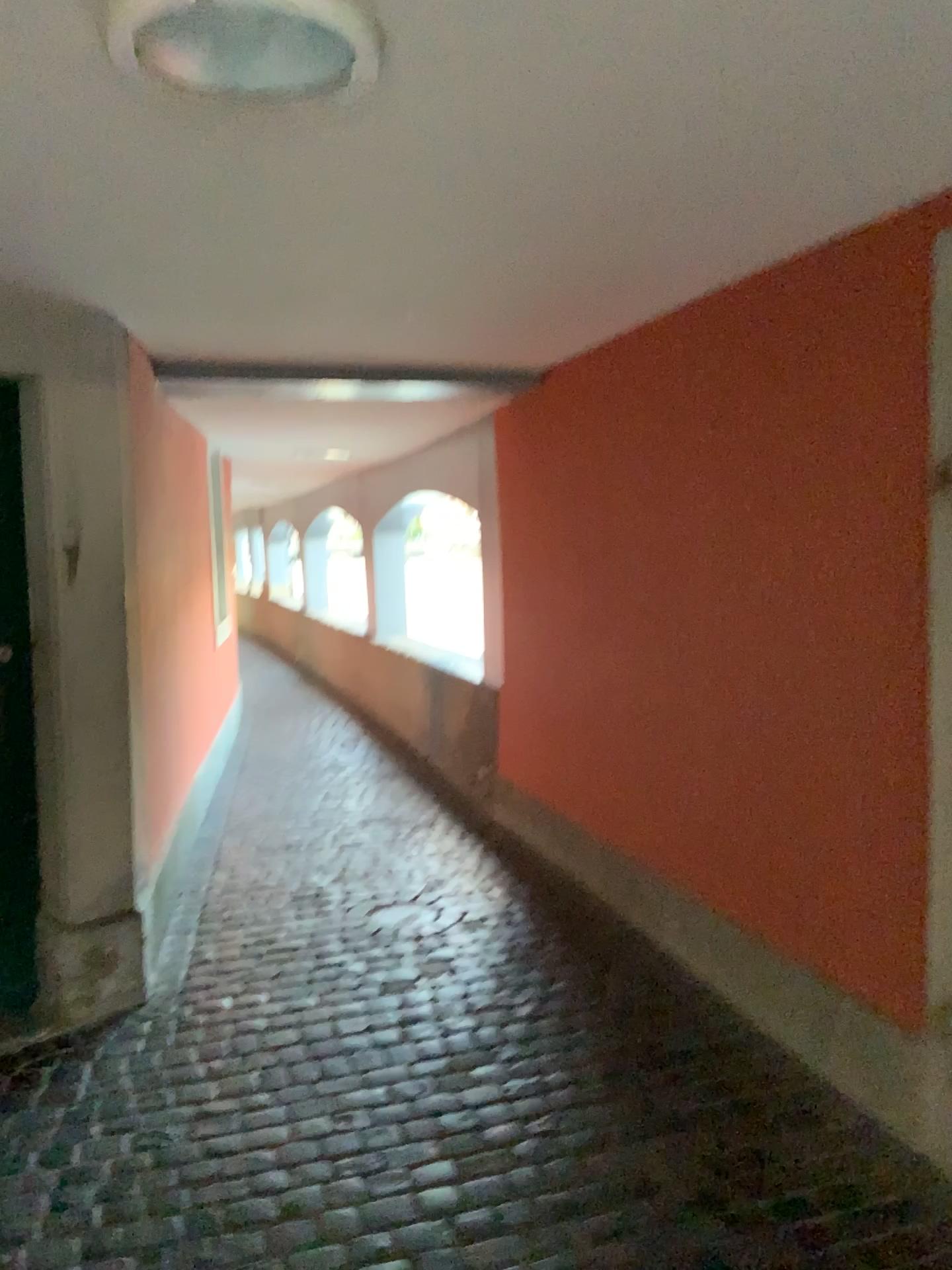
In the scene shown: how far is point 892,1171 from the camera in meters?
2.4

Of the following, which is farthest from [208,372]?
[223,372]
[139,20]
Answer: [139,20]

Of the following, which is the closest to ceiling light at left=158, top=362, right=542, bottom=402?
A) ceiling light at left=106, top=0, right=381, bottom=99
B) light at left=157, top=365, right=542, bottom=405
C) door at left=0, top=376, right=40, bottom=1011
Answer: light at left=157, top=365, right=542, bottom=405

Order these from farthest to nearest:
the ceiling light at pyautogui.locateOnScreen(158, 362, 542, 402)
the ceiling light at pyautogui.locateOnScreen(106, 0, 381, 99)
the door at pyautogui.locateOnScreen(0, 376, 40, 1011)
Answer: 1. the ceiling light at pyautogui.locateOnScreen(158, 362, 542, 402)
2. the door at pyautogui.locateOnScreen(0, 376, 40, 1011)
3. the ceiling light at pyautogui.locateOnScreen(106, 0, 381, 99)

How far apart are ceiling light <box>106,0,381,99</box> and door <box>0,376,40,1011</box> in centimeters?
188cm

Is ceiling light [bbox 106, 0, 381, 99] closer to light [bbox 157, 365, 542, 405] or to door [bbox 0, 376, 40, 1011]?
door [bbox 0, 376, 40, 1011]

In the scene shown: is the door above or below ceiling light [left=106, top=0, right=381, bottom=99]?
below

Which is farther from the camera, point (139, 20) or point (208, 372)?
point (208, 372)

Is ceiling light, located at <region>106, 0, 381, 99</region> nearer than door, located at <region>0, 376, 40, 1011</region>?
Yes

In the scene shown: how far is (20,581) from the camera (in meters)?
3.15
